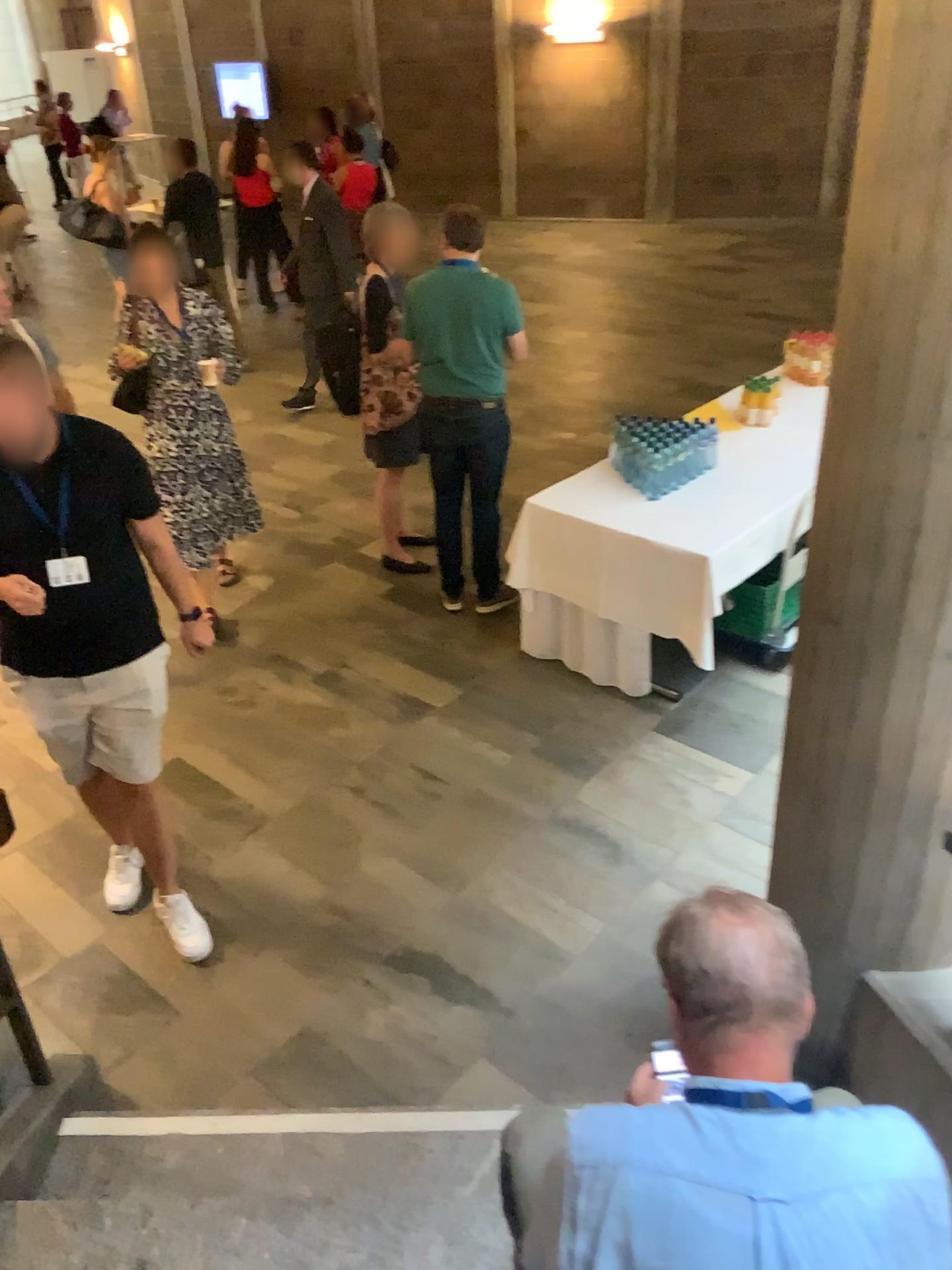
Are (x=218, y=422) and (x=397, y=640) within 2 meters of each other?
yes

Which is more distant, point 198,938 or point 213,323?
point 213,323

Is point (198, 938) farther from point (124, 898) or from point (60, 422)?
point (60, 422)

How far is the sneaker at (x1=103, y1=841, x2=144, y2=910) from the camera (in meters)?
3.40

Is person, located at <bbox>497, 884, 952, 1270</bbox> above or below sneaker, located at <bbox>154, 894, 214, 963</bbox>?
above

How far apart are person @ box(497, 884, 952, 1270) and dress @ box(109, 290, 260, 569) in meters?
3.8

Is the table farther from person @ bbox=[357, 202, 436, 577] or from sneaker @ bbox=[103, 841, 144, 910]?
sneaker @ bbox=[103, 841, 144, 910]

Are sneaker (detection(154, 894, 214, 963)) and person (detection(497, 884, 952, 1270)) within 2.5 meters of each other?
yes

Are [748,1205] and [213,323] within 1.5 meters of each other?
no

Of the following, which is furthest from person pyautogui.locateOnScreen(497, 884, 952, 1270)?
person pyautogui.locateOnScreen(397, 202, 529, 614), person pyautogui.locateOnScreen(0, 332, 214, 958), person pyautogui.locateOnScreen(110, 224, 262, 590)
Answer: person pyautogui.locateOnScreen(110, 224, 262, 590)
